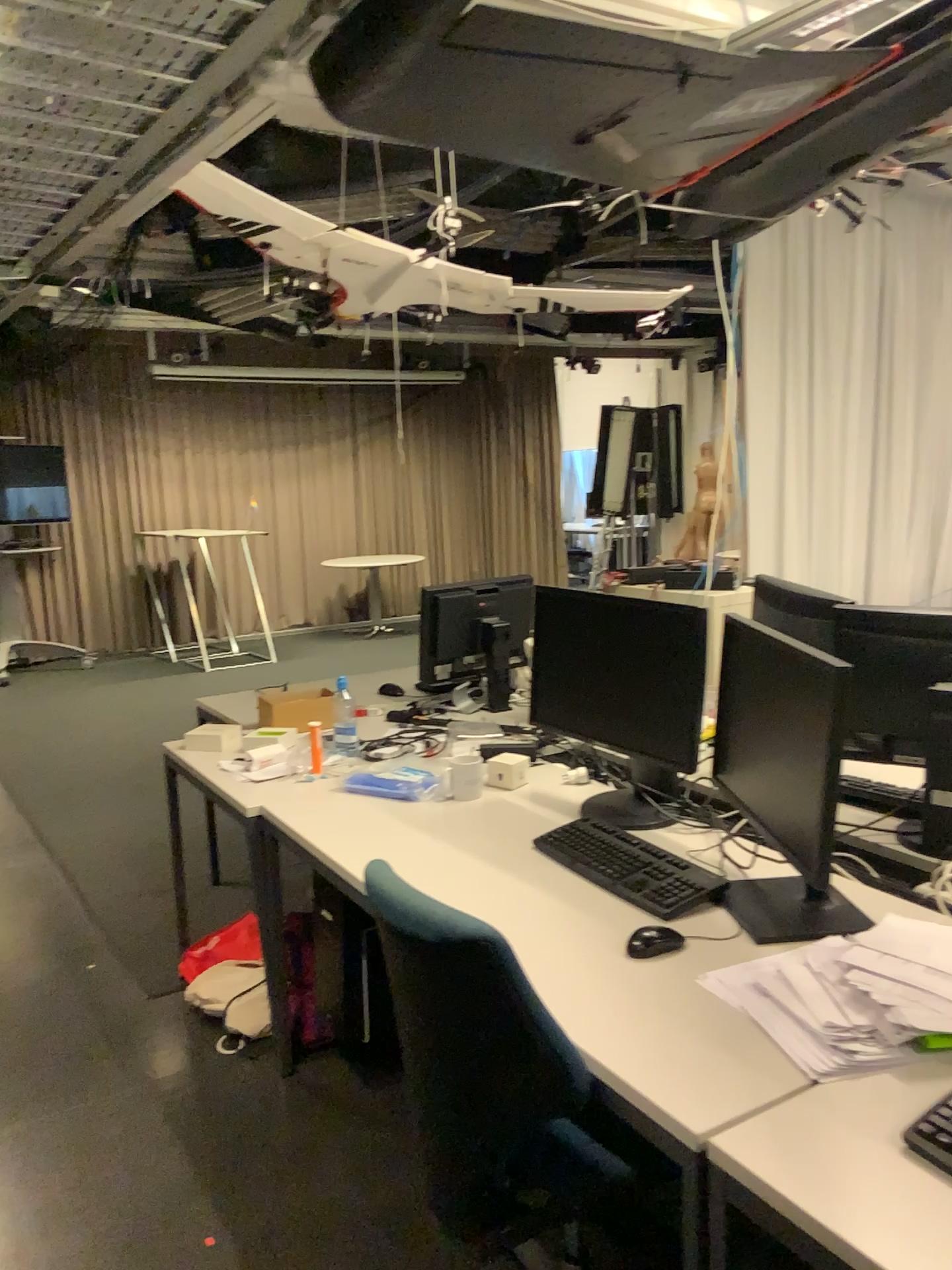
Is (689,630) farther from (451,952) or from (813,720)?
(451,952)

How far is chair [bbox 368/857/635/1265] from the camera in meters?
1.4 m

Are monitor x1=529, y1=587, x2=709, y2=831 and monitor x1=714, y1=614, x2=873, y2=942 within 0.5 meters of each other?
yes

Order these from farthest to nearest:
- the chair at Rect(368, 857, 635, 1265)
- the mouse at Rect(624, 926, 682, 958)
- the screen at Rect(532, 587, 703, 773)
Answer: the screen at Rect(532, 587, 703, 773) < the mouse at Rect(624, 926, 682, 958) < the chair at Rect(368, 857, 635, 1265)

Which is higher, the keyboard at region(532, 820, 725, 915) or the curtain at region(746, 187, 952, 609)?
the curtain at region(746, 187, 952, 609)

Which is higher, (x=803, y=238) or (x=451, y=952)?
(x=803, y=238)

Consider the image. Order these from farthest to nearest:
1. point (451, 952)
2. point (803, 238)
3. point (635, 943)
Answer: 1. point (803, 238)
2. point (635, 943)
3. point (451, 952)

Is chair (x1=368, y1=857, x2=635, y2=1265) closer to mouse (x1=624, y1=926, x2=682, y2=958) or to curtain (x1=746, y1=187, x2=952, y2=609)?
mouse (x1=624, y1=926, x2=682, y2=958)

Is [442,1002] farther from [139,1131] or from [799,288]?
[799,288]

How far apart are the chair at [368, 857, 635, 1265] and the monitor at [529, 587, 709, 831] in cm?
84
